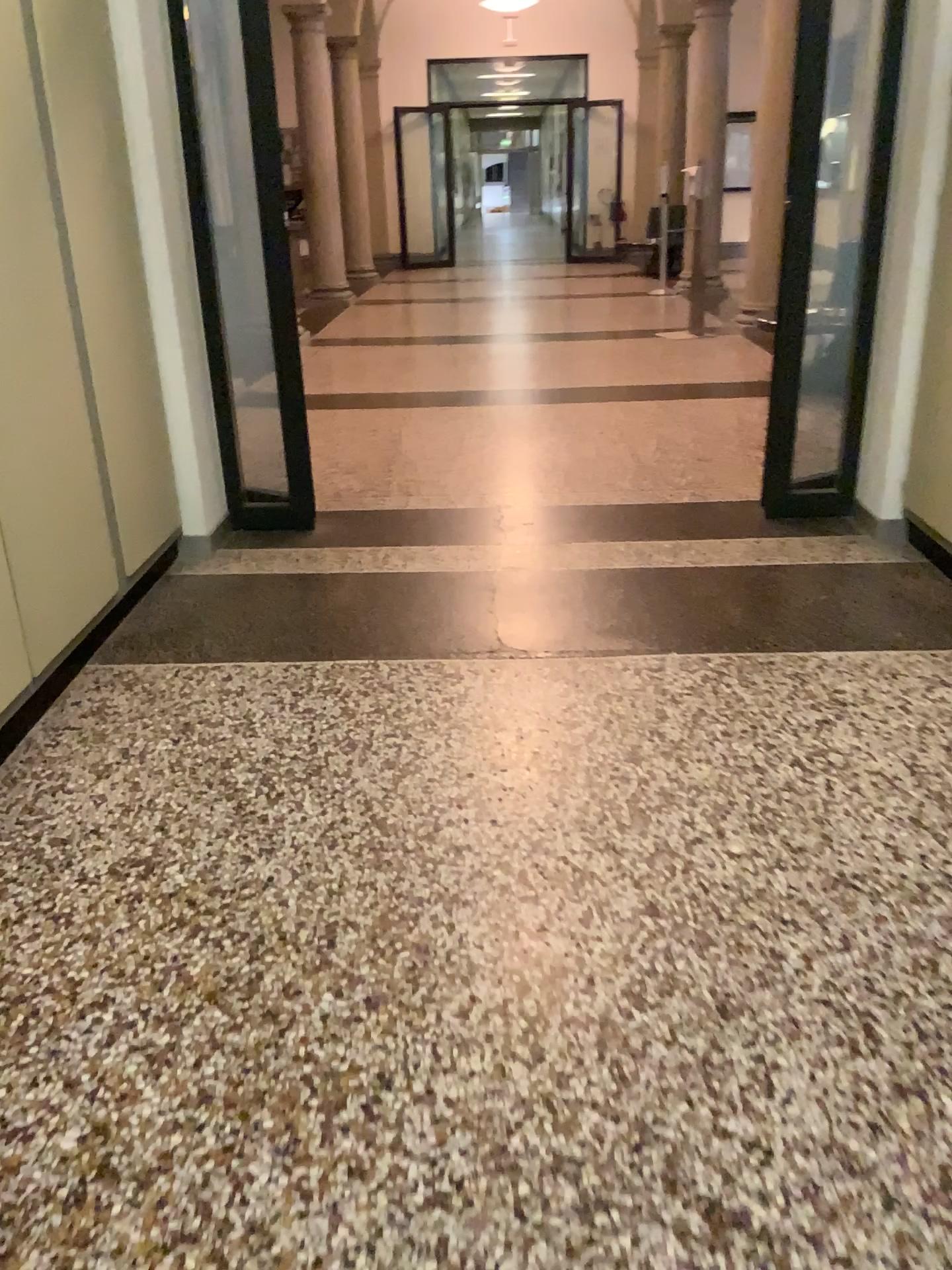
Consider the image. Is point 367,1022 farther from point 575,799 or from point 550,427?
point 550,427
